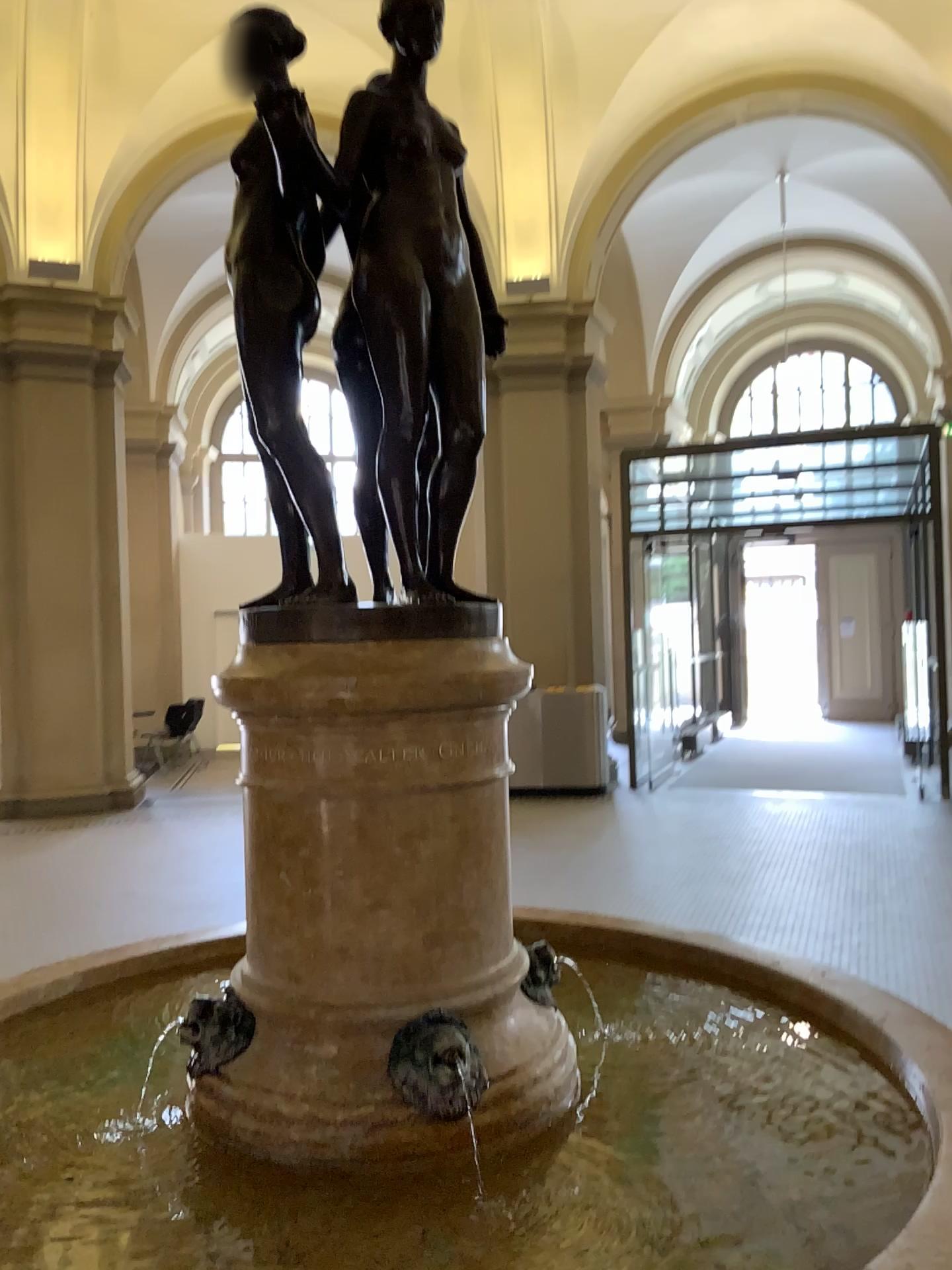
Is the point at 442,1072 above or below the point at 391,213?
below

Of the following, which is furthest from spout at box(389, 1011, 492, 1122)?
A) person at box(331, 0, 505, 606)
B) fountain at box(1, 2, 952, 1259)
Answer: person at box(331, 0, 505, 606)

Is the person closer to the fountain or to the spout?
the fountain

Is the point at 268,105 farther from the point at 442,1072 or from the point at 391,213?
the point at 442,1072

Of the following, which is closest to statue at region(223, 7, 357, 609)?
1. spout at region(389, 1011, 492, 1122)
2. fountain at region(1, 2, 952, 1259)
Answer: fountain at region(1, 2, 952, 1259)

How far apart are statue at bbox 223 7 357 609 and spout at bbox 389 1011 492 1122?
0.7m

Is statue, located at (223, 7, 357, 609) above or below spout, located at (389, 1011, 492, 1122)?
above

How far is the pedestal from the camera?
1.55m

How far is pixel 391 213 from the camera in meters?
1.6 m

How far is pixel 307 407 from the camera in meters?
1.8 m
